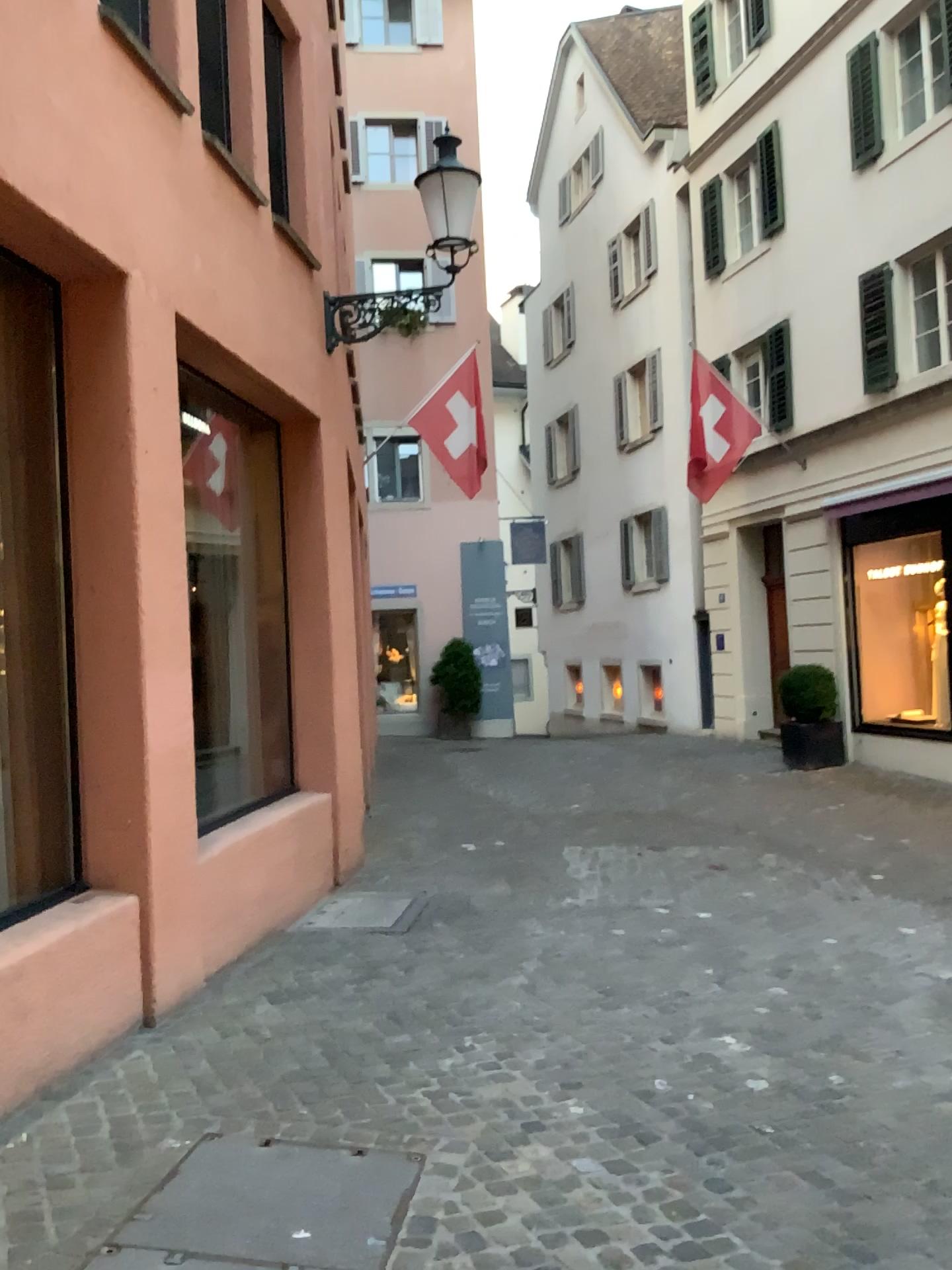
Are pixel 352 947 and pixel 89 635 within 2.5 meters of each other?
yes
